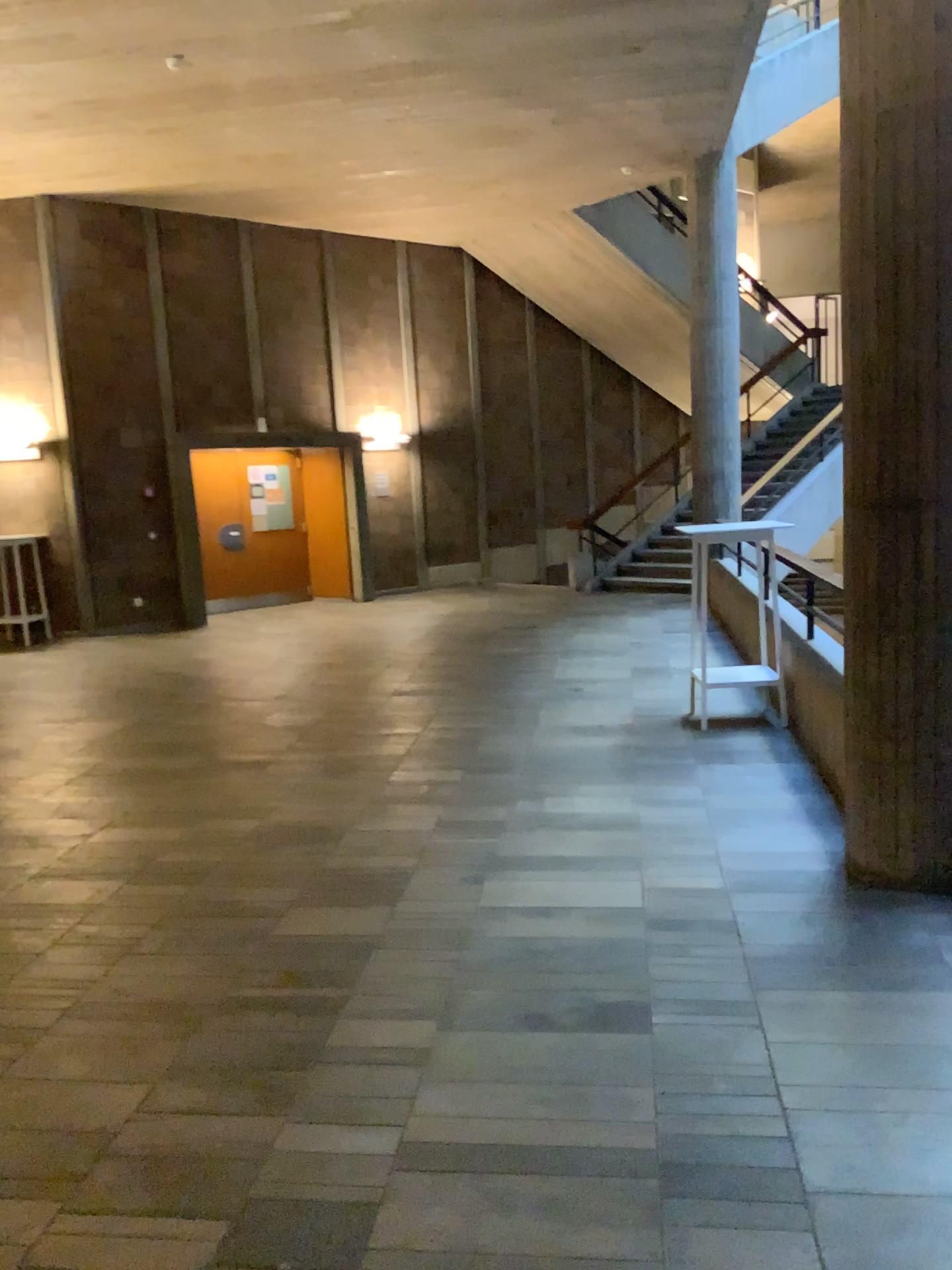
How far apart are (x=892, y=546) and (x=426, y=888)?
2.1m
